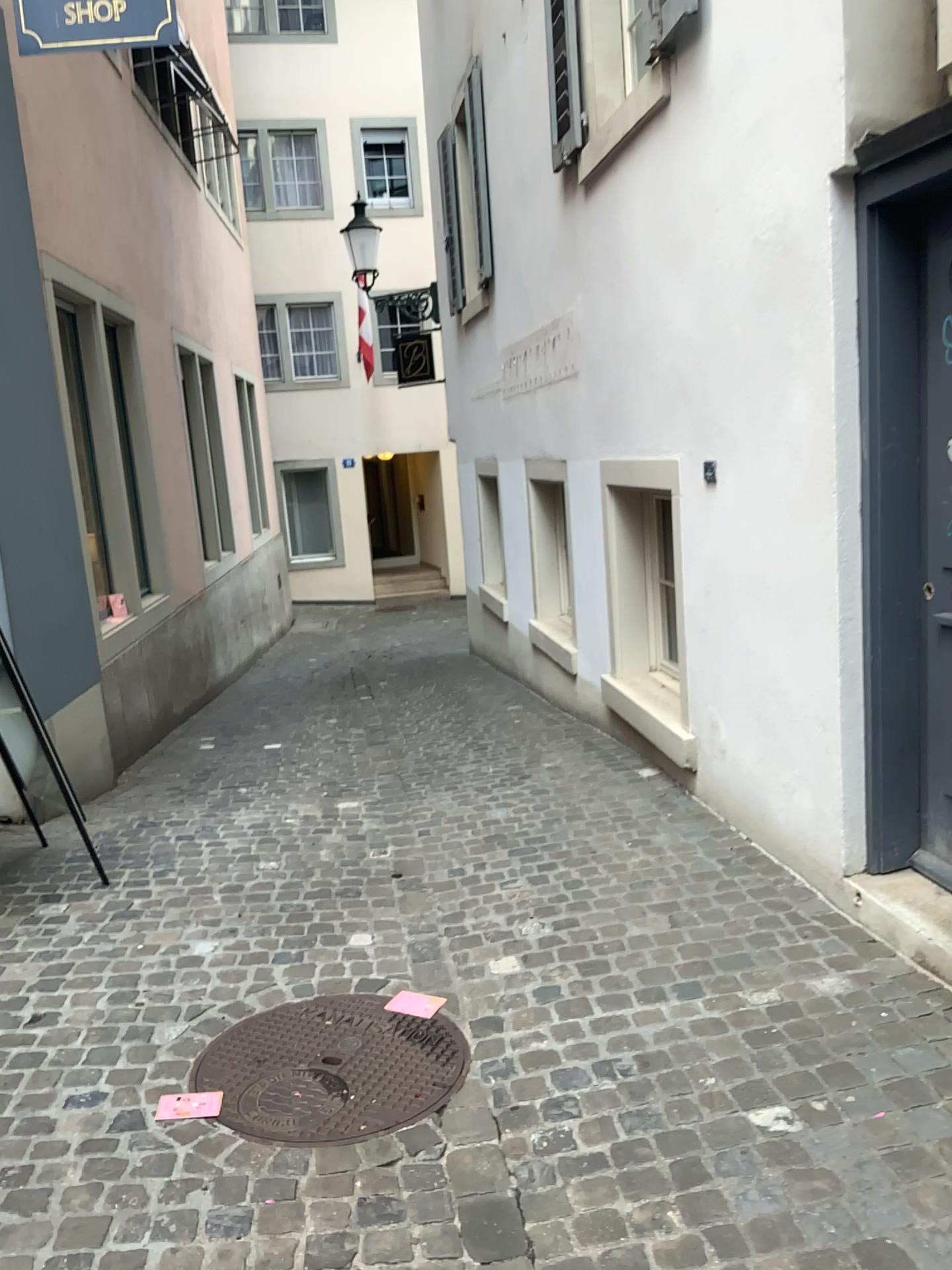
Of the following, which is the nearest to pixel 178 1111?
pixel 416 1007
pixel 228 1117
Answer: pixel 228 1117

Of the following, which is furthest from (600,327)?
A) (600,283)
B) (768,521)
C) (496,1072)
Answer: (496,1072)

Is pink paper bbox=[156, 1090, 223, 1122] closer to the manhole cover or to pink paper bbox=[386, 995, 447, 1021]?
the manhole cover

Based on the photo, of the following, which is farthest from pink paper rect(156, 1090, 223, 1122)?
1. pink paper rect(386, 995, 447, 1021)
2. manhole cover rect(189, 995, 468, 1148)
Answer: pink paper rect(386, 995, 447, 1021)

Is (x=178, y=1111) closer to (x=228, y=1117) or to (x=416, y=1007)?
(x=228, y=1117)
